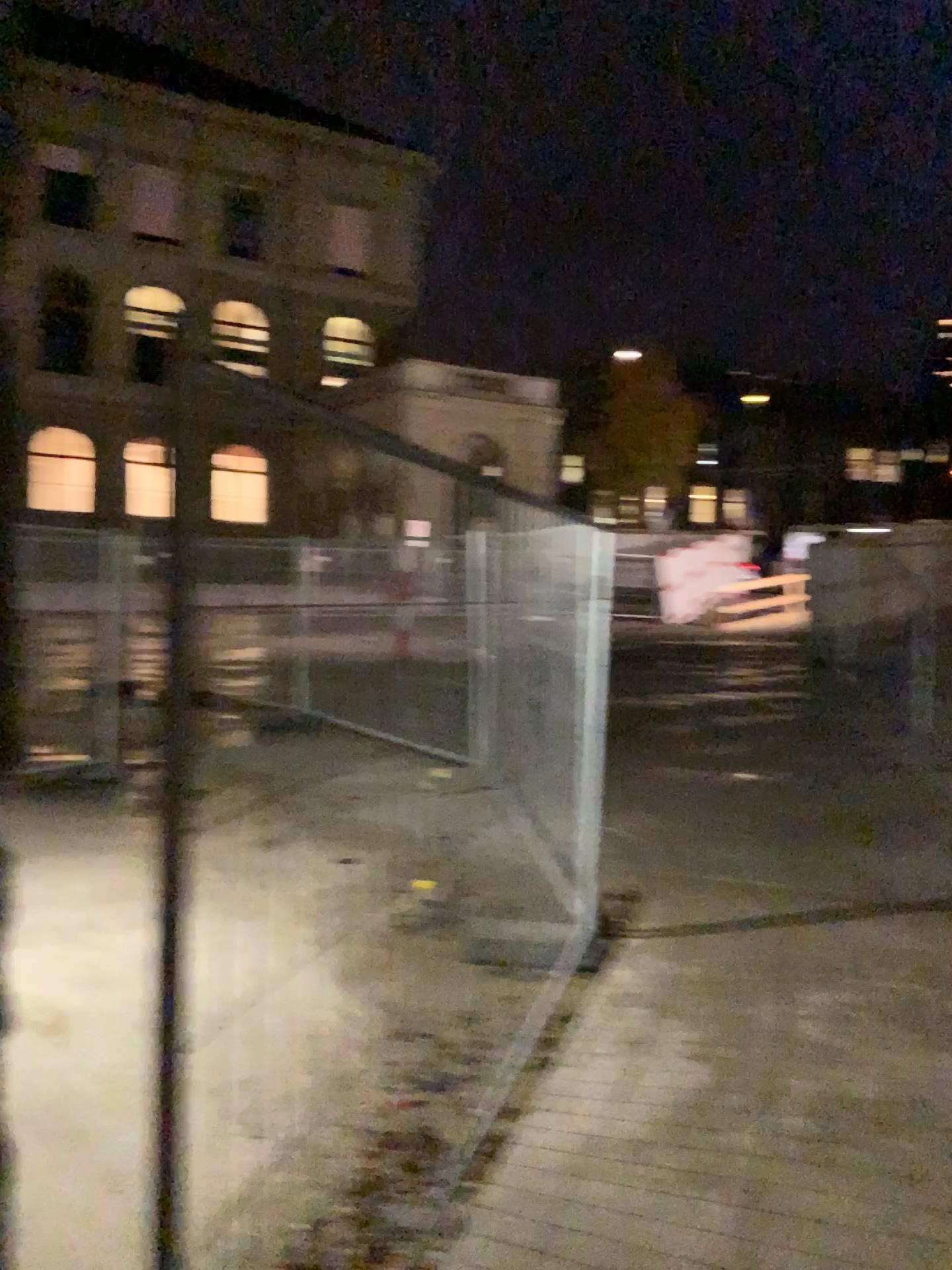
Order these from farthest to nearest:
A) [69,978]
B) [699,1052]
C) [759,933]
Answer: [759,933] → [69,978] → [699,1052]
